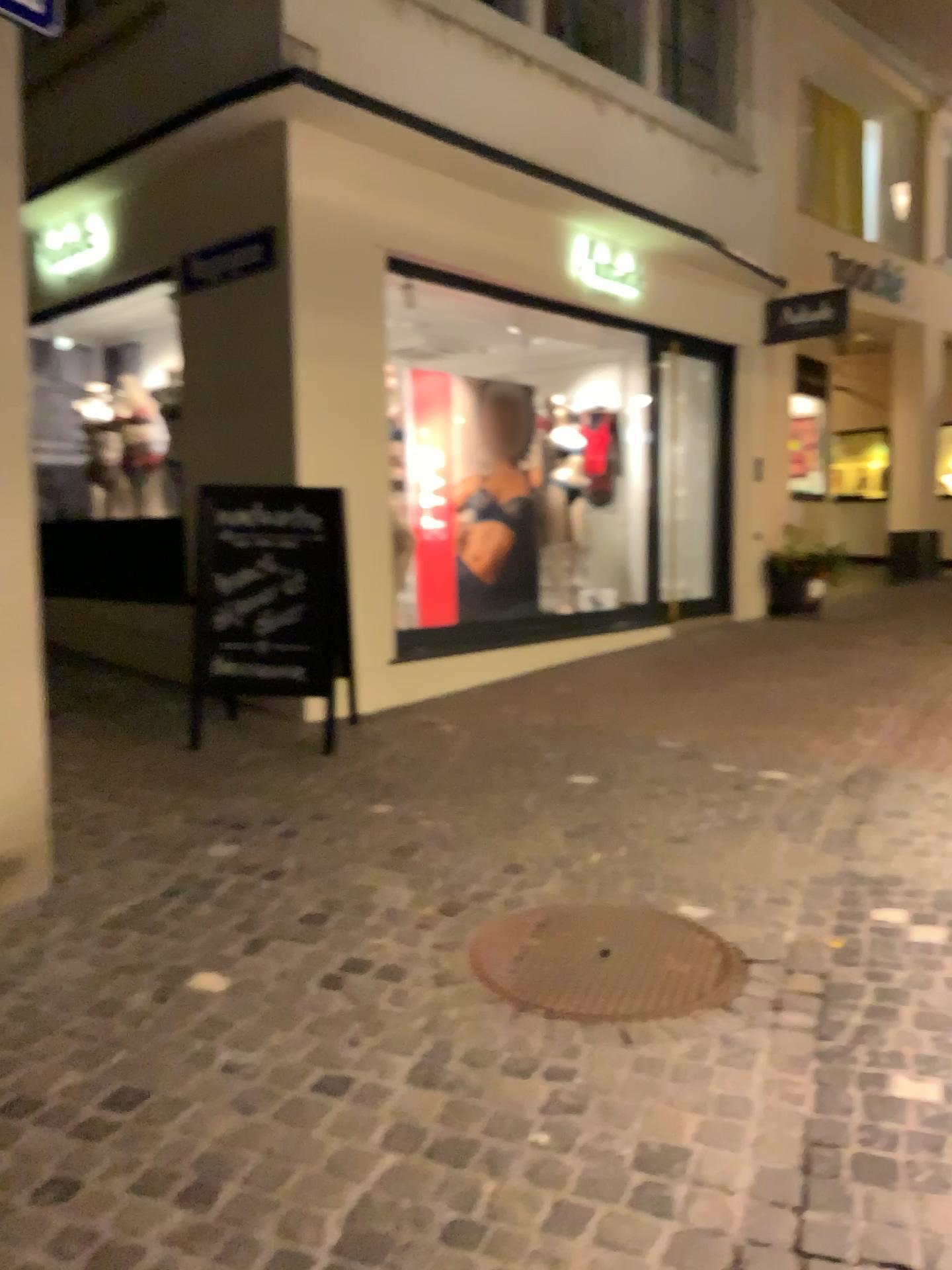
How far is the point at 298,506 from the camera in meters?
5.0 m

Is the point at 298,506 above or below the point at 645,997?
above

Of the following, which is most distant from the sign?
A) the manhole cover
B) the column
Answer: the manhole cover

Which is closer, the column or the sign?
the column

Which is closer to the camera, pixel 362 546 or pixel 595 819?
pixel 595 819

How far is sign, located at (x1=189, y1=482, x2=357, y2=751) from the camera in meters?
5.0 m

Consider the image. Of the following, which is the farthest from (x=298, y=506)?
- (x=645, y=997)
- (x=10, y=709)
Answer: (x=645, y=997)

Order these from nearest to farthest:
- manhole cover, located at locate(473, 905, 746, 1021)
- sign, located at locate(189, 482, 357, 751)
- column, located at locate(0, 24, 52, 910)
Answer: manhole cover, located at locate(473, 905, 746, 1021) < column, located at locate(0, 24, 52, 910) < sign, located at locate(189, 482, 357, 751)

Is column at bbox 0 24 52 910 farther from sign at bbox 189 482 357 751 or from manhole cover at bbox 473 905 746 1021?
sign at bbox 189 482 357 751

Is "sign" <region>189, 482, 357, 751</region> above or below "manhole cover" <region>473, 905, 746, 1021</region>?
above
